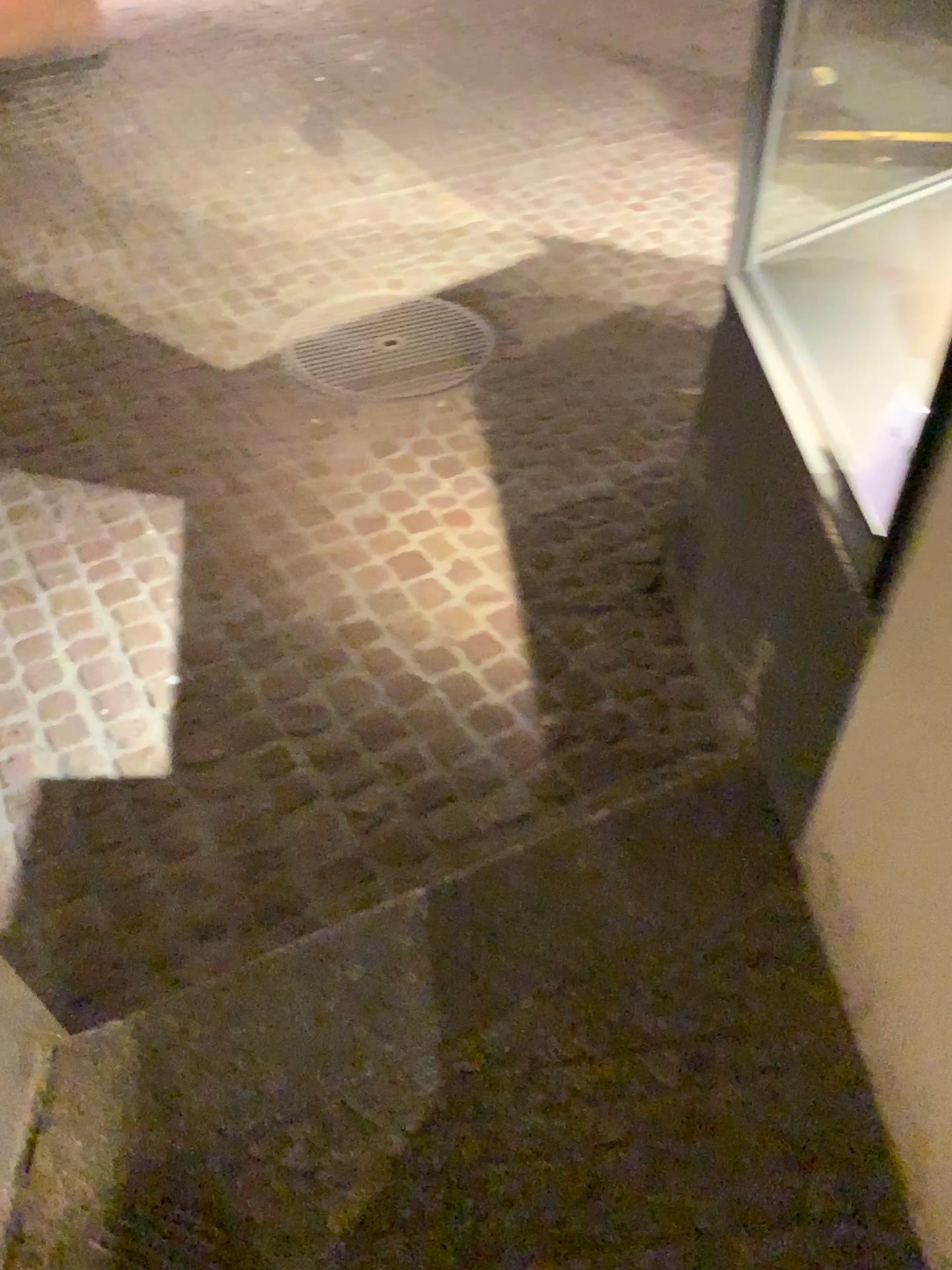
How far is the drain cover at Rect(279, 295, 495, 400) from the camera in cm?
334

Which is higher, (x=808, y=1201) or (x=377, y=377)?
(x=808, y=1201)

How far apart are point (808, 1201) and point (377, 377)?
2.58m

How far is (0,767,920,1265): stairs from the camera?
1.5 meters

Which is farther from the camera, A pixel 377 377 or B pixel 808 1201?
A pixel 377 377

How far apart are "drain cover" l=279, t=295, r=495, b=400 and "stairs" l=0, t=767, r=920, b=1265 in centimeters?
178cm

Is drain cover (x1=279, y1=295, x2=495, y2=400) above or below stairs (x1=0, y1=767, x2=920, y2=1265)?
below

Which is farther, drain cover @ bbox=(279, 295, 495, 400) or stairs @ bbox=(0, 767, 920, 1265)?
drain cover @ bbox=(279, 295, 495, 400)

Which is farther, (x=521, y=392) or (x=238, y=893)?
(x=521, y=392)
